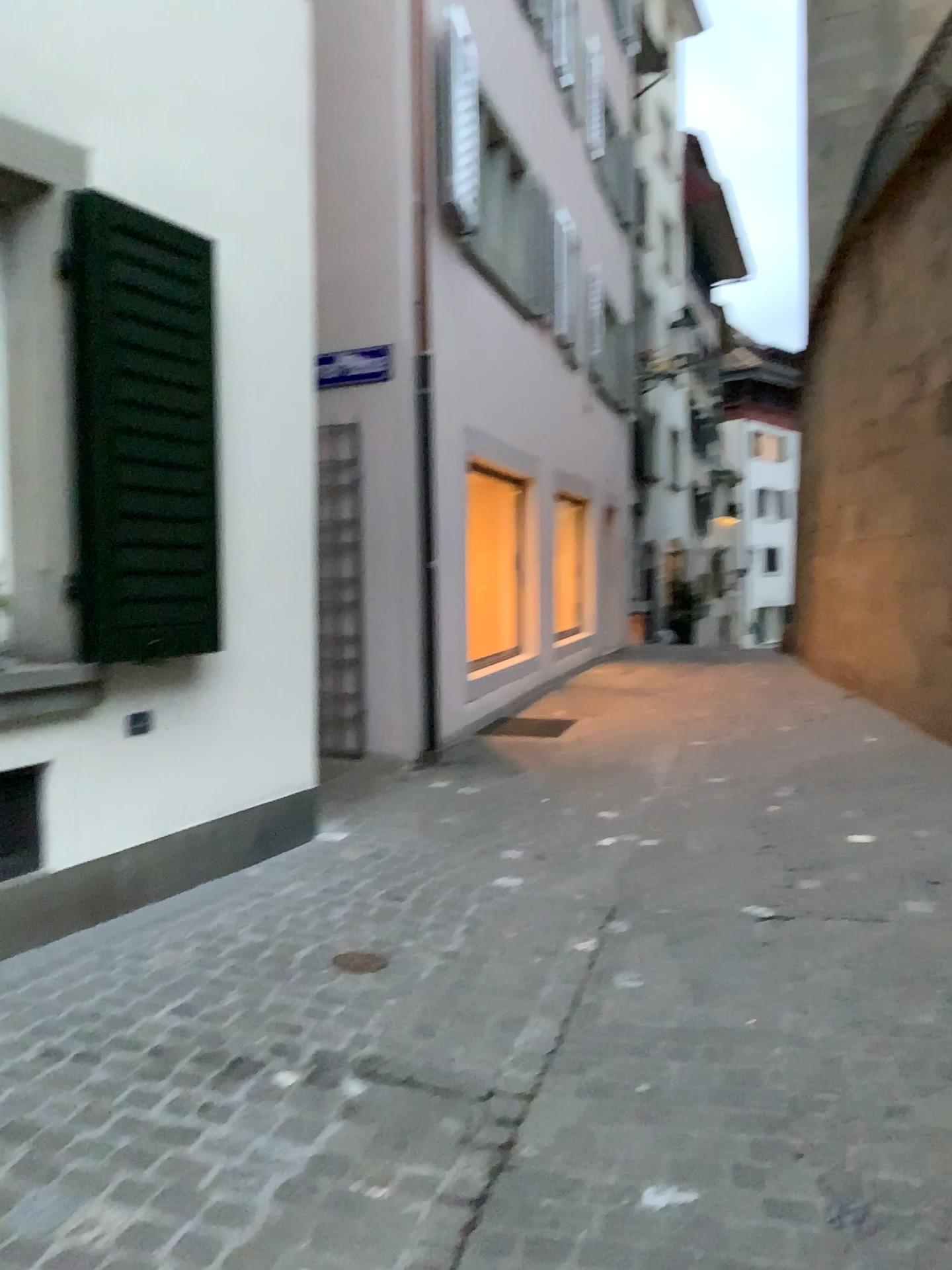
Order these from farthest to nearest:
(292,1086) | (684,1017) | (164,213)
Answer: (164,213), (684,1017), (292,1086)

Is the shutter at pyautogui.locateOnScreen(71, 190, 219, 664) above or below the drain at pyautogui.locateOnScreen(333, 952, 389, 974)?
above

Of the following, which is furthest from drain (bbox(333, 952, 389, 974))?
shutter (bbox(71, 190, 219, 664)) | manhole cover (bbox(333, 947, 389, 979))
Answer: shutter (bbox(71, 190, 219, 664))

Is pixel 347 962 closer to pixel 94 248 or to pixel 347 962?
pixel 347 962

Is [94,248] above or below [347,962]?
above

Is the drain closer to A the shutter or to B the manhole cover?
B the manhole cover

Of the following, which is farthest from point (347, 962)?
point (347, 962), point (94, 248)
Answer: point (94, 248)

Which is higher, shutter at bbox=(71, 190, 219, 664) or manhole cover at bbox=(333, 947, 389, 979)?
shutter at bbox=(71, 190, 219, 664)
